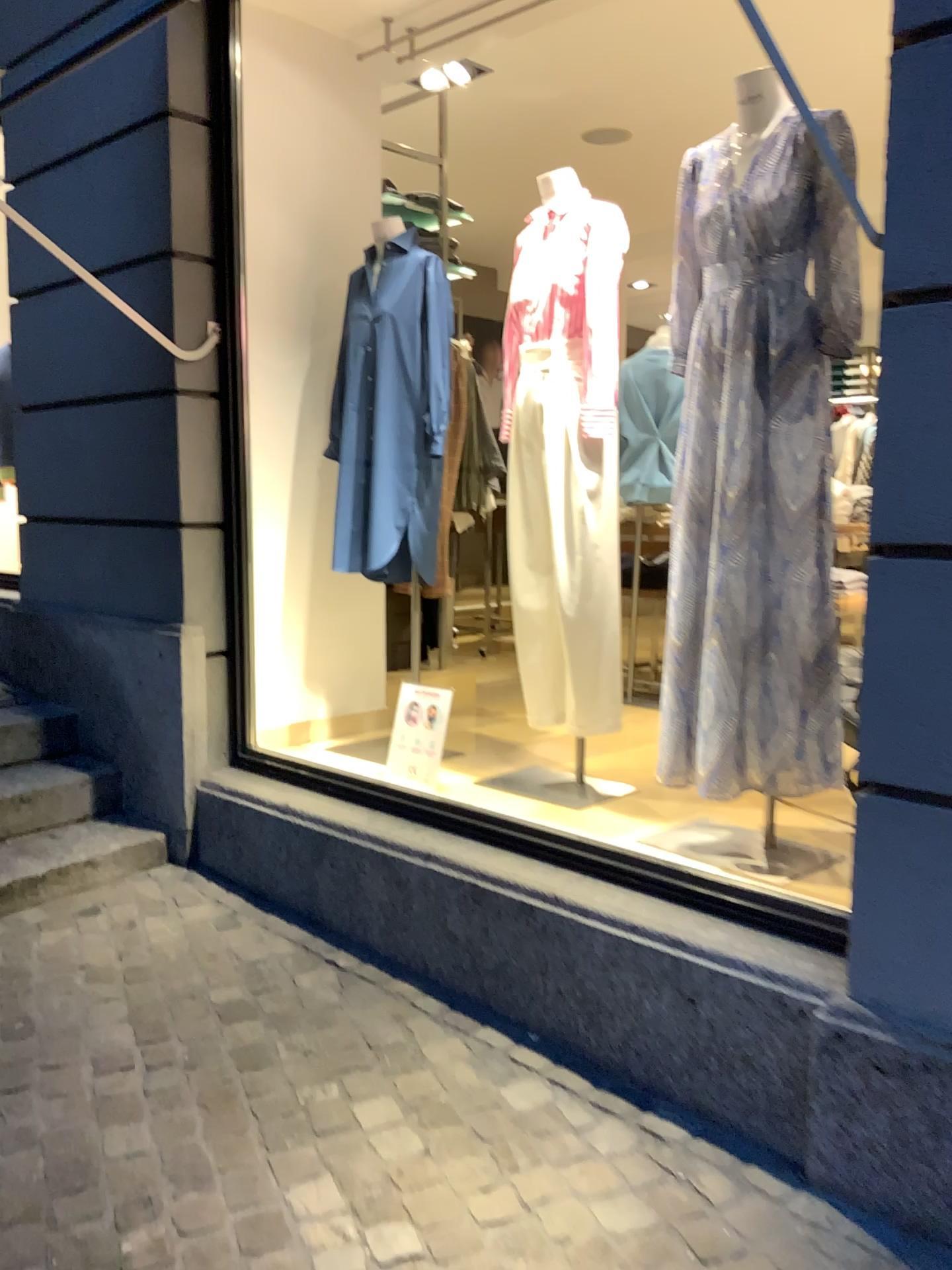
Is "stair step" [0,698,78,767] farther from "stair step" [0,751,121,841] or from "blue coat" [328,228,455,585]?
"blue coat" [328,228,455,585]

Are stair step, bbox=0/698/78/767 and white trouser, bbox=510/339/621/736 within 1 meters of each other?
no

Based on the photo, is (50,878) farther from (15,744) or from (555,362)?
→ (555,362)

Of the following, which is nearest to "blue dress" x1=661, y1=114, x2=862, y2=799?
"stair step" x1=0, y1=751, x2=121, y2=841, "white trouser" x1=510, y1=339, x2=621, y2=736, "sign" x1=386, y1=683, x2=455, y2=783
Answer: "white trouser" x1=510, y1=339, x2=621, y2=736

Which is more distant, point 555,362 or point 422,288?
point 422,288

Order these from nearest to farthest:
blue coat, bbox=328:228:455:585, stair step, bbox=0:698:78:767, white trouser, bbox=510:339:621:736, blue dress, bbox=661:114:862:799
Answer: blue dress, bbox=661:114:862:799 < white trouser, bbox=510:339:621:736 < blue coat, bbox=328:228:455:585 < stair step, bbox=0:698:78:767

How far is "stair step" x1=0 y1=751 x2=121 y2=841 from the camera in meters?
3.3 m

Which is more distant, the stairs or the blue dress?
the stairs

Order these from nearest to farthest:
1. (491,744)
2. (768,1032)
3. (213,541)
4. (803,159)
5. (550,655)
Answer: (768,1032) → (803,159) → (550,655) → (213,541) → (491,744)

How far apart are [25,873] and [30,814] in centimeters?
29cm
